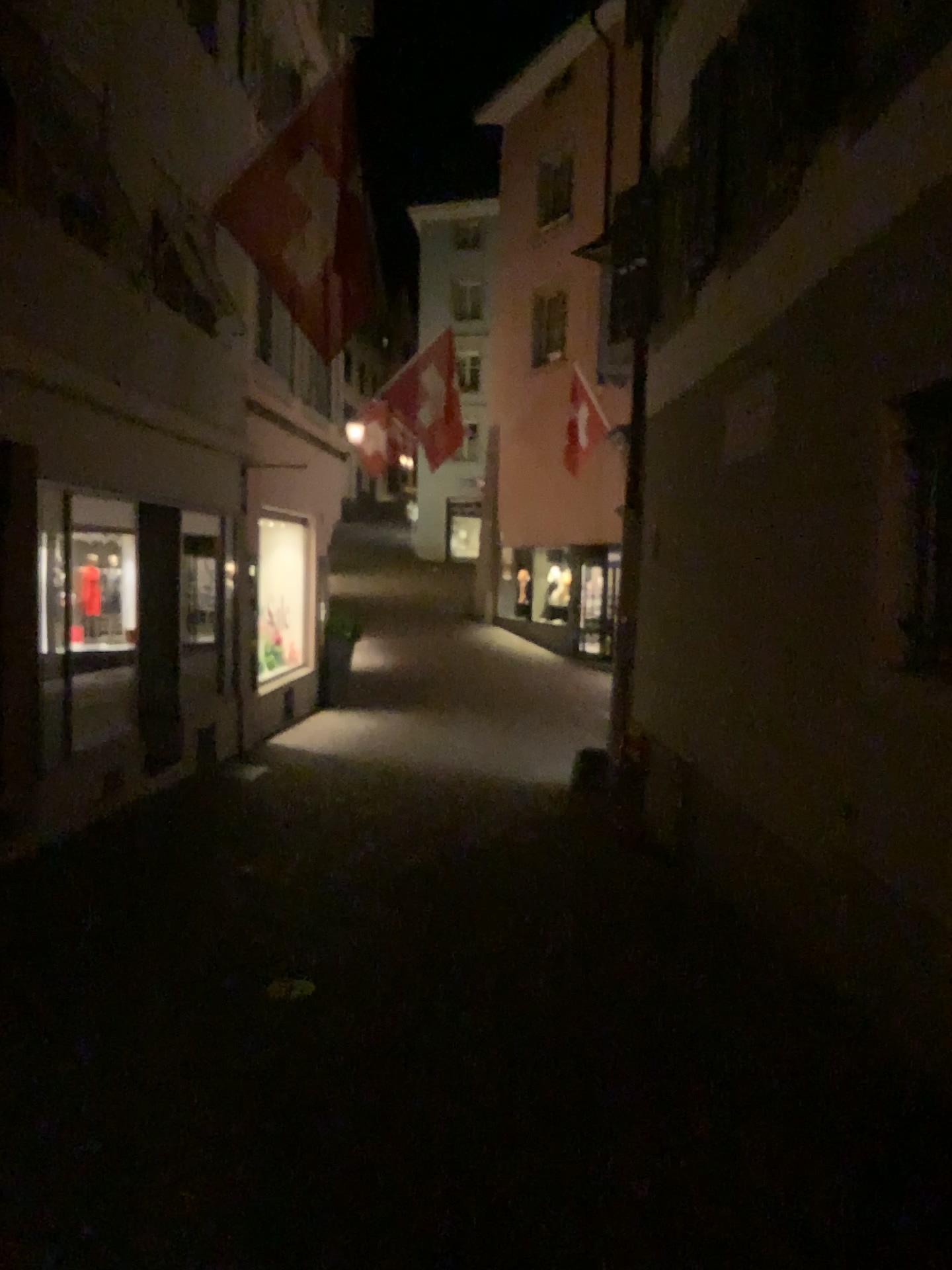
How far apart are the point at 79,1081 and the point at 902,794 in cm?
297
